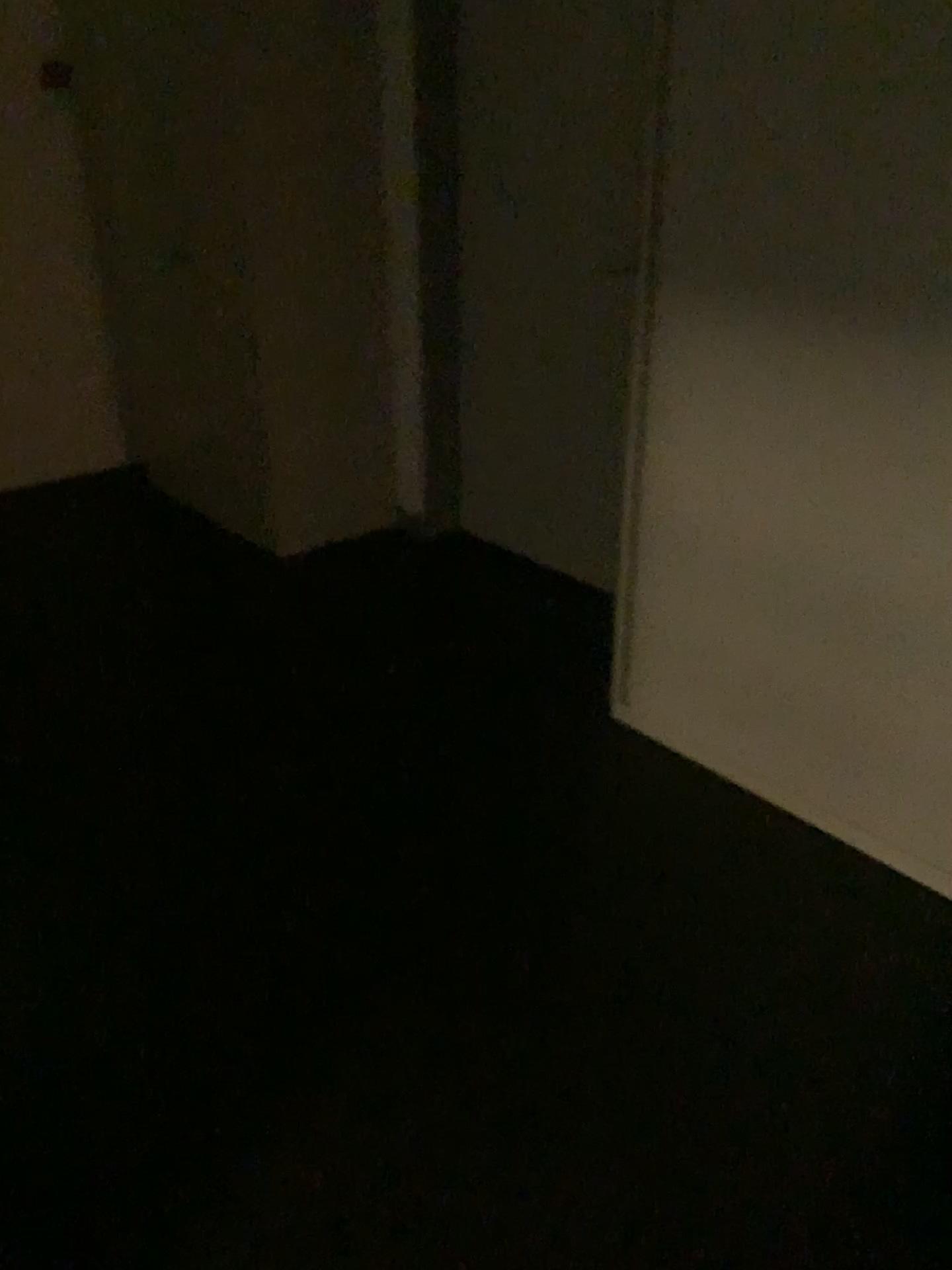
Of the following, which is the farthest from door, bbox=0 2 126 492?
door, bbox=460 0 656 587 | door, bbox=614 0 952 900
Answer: door, bbox=614 0 952 900

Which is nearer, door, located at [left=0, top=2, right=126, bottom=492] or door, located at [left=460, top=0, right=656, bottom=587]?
door, located at [left=460, top=0, right=656, bottom=587]

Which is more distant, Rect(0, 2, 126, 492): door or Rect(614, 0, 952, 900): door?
Rect(0, 2, 126, 492): door

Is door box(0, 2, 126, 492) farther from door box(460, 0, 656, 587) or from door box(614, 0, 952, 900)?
door box(614, 0, 952, 900)

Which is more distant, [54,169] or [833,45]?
[54,169]

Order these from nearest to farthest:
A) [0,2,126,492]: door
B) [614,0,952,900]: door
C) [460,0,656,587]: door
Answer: [614,0,952,900]: door, [460,0,656,587]: door, [0,2,126,492]: door

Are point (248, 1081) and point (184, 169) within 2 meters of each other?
no

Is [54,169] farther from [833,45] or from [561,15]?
[833,45]

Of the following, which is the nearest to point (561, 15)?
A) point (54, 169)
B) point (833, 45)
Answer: point (833, 45)
